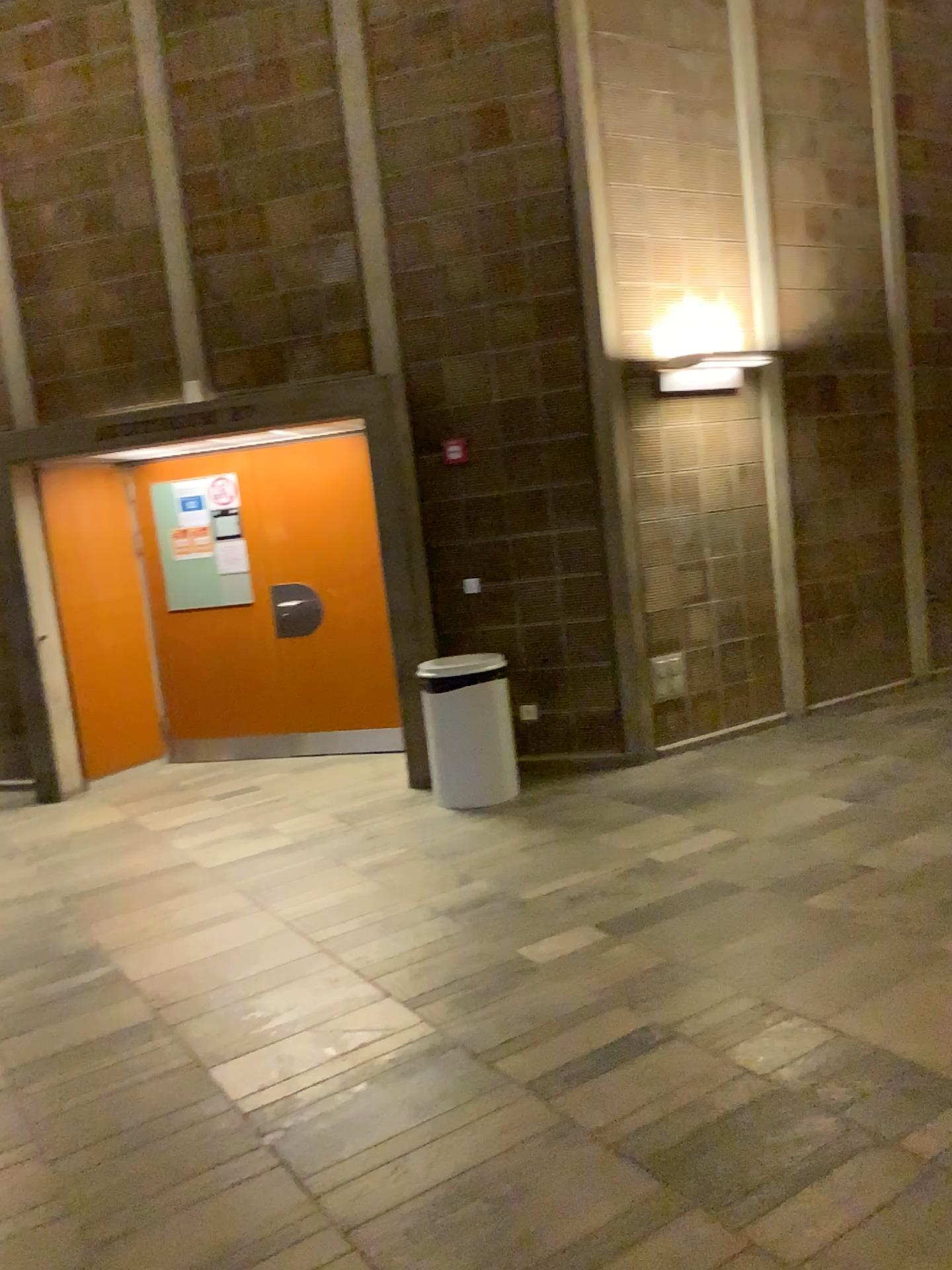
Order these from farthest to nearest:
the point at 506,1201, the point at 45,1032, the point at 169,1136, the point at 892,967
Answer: the point at 45,1032 < the point at 892,967 < the point at 169,1136 < the point at 506,1201
